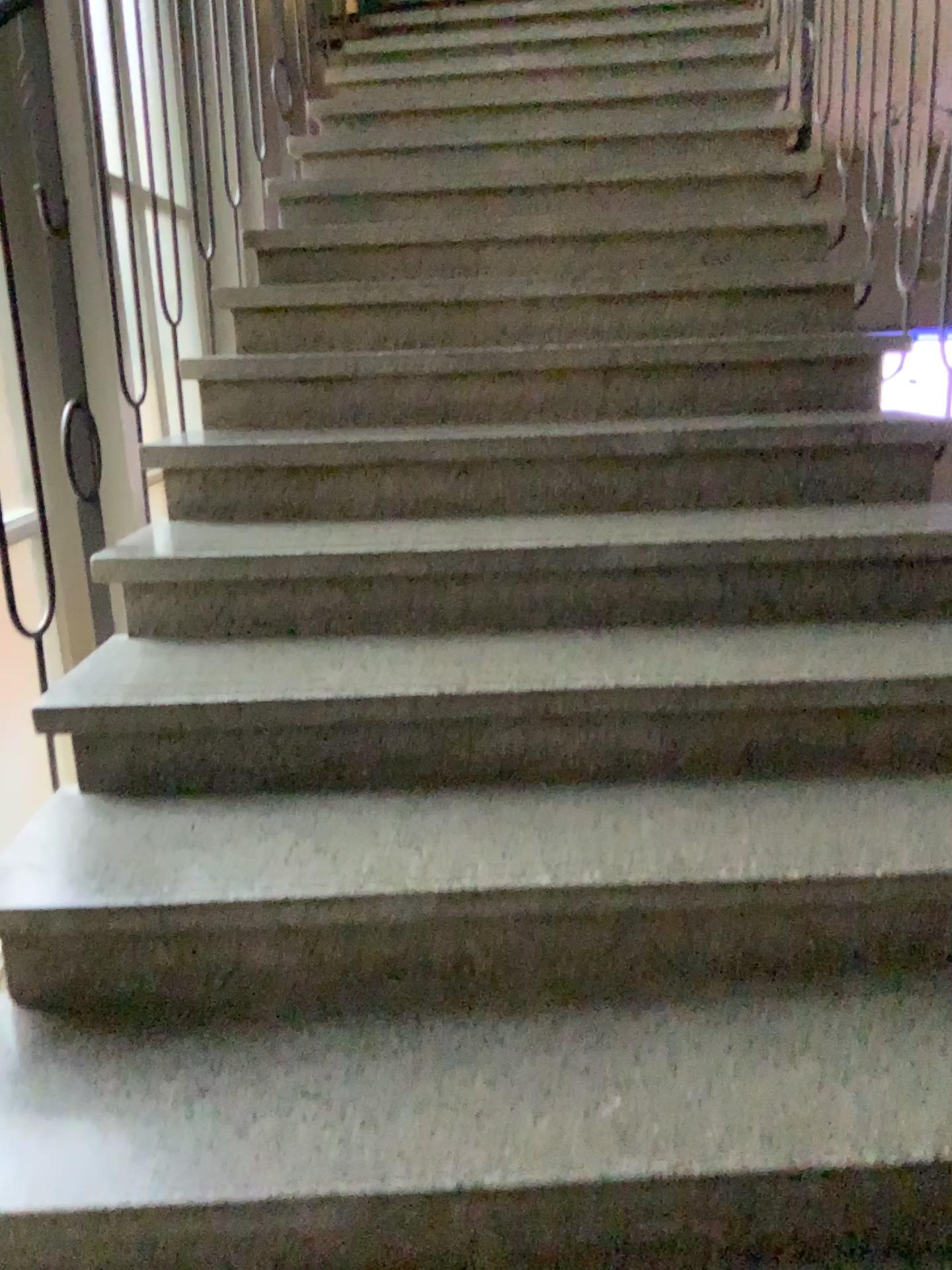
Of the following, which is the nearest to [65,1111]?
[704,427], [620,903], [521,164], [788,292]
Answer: [620,903]
